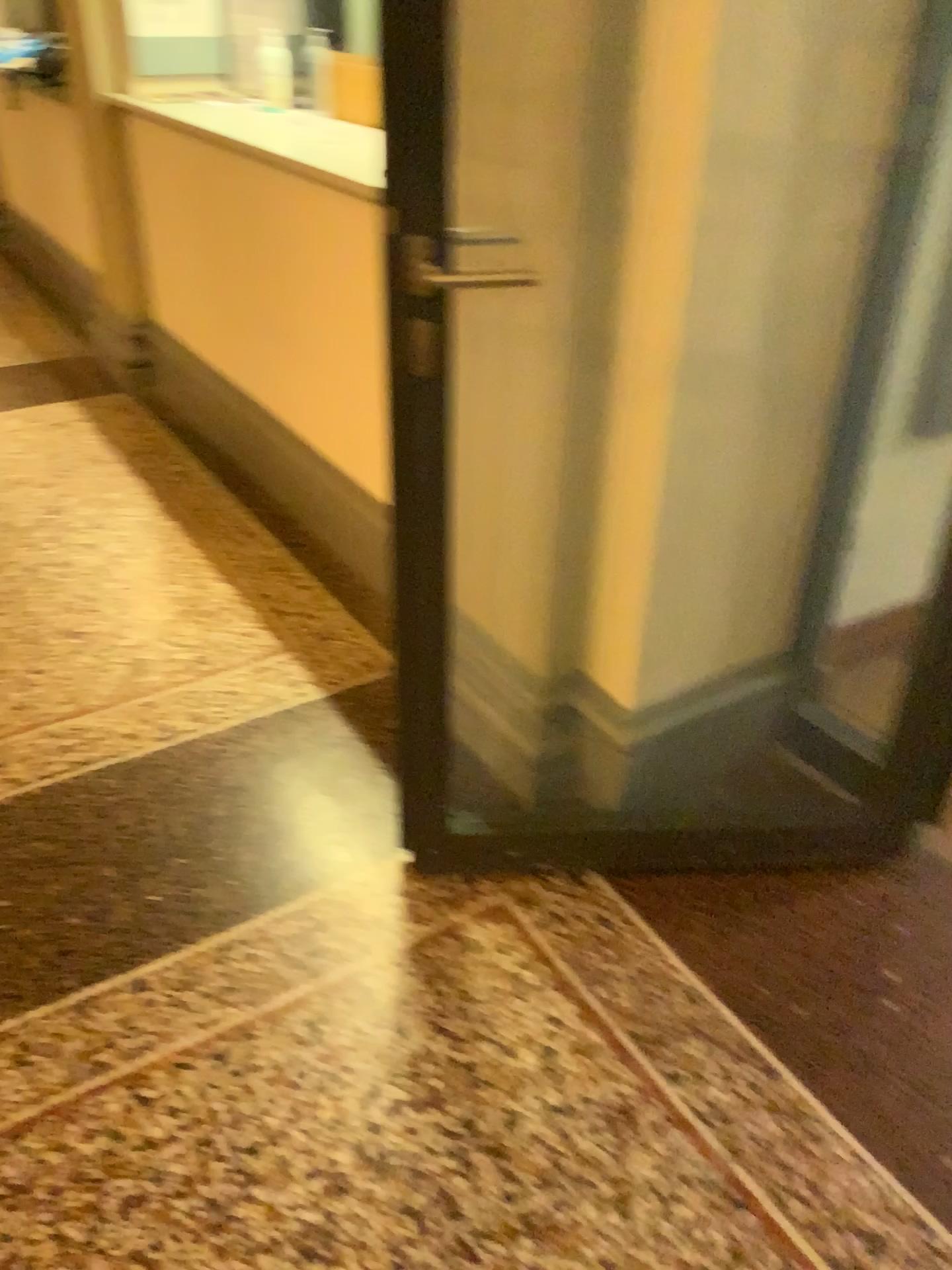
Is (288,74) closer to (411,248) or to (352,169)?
(352,169)

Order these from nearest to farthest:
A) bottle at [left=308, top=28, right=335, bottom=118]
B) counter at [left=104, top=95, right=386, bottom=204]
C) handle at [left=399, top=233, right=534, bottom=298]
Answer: handle at [left=399, top=233, right=534, bottom=298]
counter at [left=104, top=95, right=386, bottom=204]
bottle at [left=308, top=28, right=335, bottom=118]

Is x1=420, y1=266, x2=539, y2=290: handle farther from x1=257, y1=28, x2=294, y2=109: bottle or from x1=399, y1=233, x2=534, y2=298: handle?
x1=257, y1=28, x2=294, y2=109: bottle

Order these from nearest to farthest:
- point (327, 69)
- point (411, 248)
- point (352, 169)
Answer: point (411, 248), point (352, 169), point (327, 69)

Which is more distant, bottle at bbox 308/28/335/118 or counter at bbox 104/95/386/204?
bottle at bbox 308/28/335/118

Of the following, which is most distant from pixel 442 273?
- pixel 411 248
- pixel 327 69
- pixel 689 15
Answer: pixel 327 69

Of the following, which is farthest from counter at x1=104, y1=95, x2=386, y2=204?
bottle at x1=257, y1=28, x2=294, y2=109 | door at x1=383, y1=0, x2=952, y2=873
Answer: door at x1=383, y1=0, x2=952, y2=873

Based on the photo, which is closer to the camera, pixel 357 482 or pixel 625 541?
pixel 625 541

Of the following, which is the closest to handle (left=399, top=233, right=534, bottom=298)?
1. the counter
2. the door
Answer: the door

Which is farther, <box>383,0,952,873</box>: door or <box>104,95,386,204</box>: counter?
<box>104,95,386,204</box>: counter
